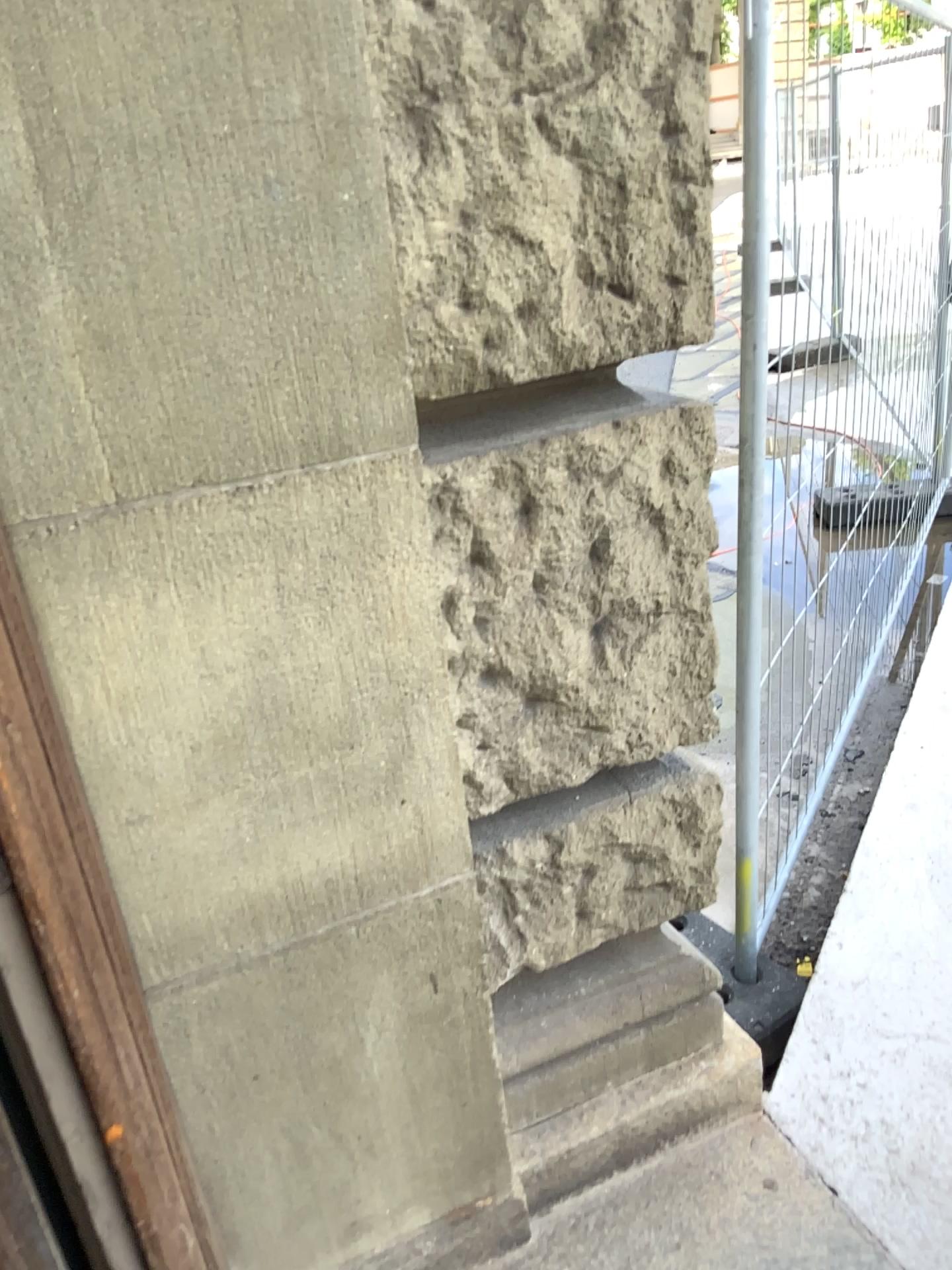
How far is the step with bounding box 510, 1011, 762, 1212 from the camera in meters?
1.5

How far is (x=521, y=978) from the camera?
1.5 meters

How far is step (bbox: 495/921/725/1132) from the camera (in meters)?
1.48

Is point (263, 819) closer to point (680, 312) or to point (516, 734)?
point (516, 734)

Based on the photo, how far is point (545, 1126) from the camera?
1.5 meters
